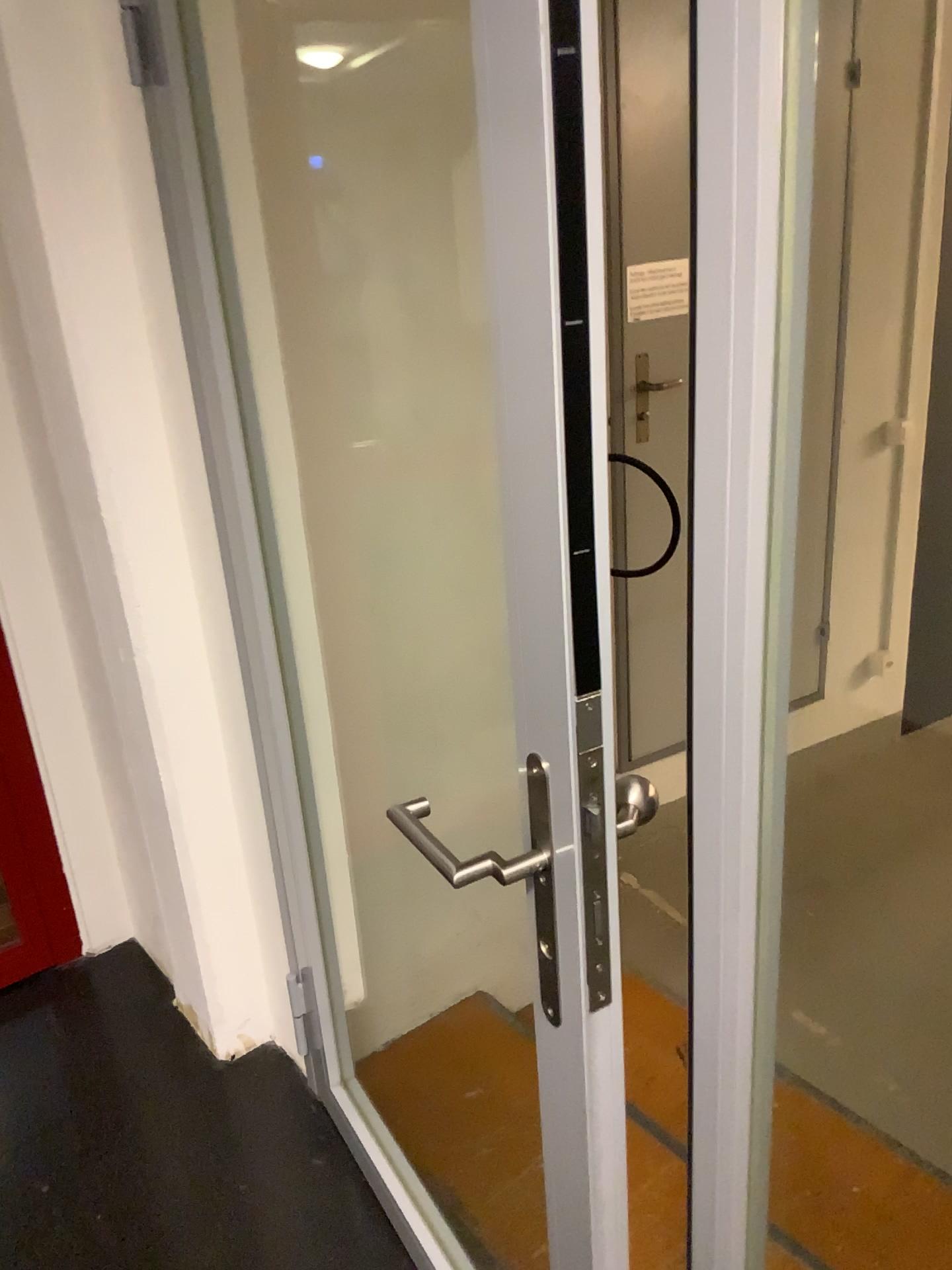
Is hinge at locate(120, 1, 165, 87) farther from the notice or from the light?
the notice

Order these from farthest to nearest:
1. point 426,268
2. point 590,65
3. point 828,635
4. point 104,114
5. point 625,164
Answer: point 828,635, point 625,164, point 426,268, point 104,114, point 590,65

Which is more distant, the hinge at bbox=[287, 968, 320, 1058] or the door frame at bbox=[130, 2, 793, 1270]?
the hinge at bbox=[287, 968, 320, 1058]

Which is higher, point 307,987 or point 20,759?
point 20,759

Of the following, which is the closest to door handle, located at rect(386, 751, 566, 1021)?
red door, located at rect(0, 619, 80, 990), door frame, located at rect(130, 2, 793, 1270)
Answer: door frame, located at rect(130, 2, 793, 1270)

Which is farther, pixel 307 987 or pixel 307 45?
pixel 307 987

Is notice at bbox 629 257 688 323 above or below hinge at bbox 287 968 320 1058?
above

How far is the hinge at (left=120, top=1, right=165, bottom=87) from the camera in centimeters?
140cm

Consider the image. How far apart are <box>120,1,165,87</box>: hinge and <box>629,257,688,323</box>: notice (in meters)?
1.52

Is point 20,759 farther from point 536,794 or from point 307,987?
point 536,794
